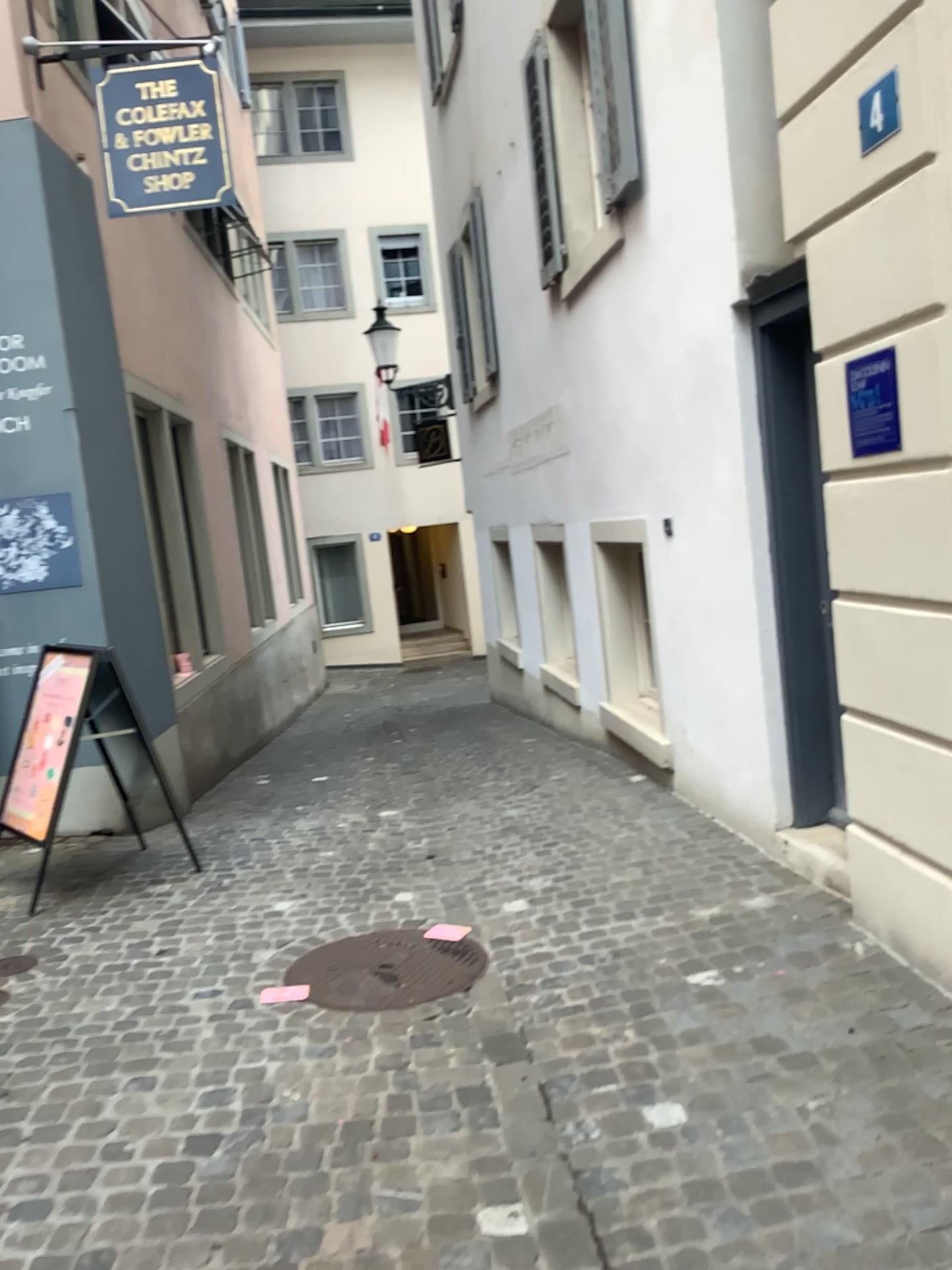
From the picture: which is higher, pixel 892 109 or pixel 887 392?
pixel 892 109

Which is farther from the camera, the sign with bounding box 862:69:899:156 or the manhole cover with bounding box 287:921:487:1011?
the manhole cover with bounding box 287:921:487:1011

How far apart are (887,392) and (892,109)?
0.7 meters

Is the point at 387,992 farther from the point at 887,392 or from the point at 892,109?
the point at 892,109

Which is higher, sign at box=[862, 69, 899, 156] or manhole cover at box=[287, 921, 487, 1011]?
sign at box=[862, 69, 899, 156]

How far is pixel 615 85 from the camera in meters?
4.9

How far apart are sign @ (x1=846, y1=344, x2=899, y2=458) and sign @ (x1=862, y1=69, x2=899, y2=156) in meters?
0.6 m

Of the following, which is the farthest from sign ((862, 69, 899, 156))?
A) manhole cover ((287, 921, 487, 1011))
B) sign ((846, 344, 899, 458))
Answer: manhole cover ((287, 921, 487, 1011))

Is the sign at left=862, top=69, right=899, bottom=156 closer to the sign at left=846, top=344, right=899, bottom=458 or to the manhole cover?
the sign at left=846, top=344, right=899, bottom=458

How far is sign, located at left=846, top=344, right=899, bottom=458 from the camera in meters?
2.8
